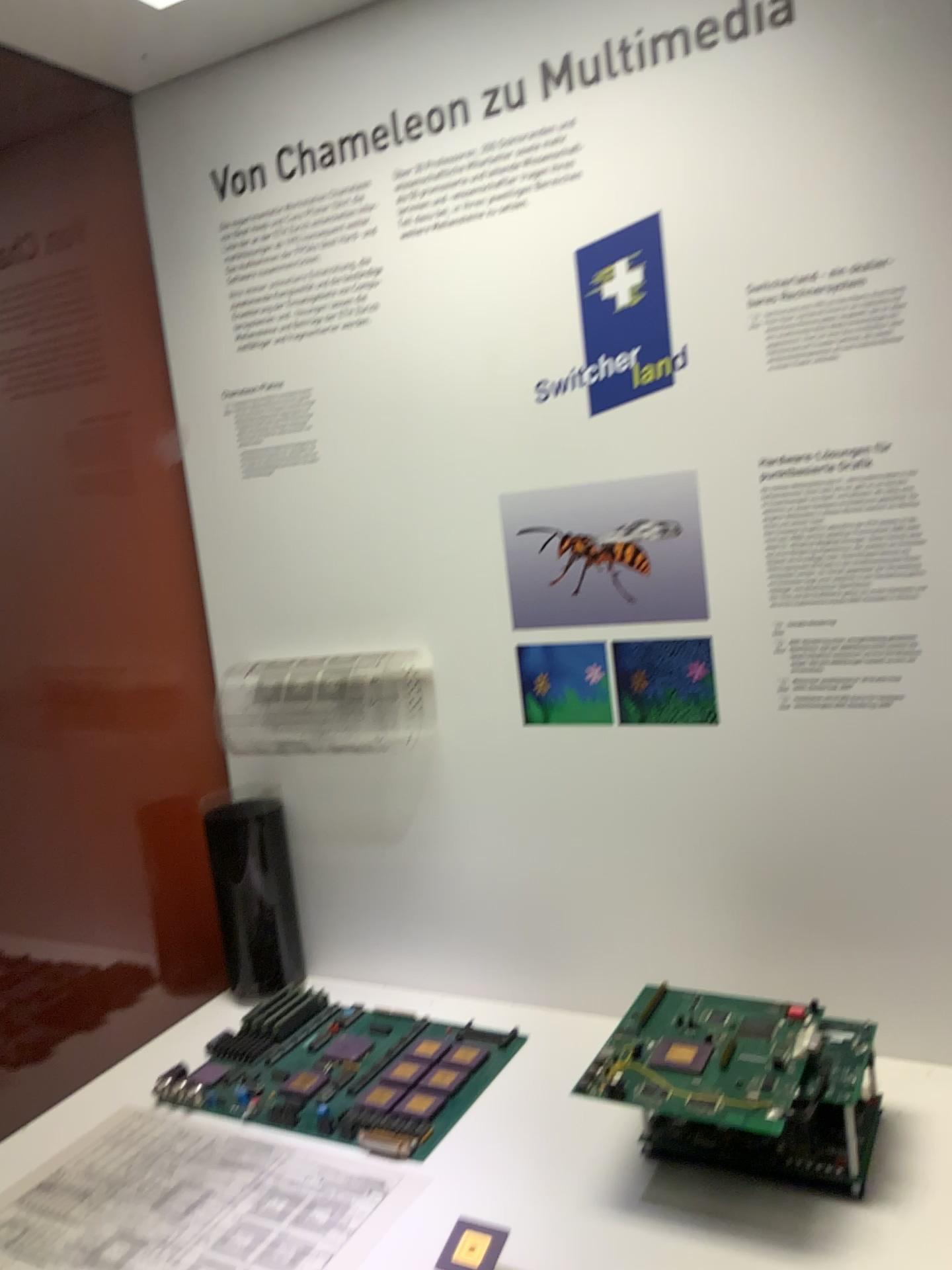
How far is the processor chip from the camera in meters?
0.9 m

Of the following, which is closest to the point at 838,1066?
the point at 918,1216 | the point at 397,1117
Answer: the point at 918,1216

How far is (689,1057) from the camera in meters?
0.9

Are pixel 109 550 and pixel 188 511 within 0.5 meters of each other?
yes

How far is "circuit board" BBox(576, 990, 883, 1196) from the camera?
0.8m

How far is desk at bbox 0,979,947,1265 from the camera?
0.8 meters

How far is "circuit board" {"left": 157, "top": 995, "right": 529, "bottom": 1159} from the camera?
0.97m

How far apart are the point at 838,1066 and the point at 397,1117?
0.4m
